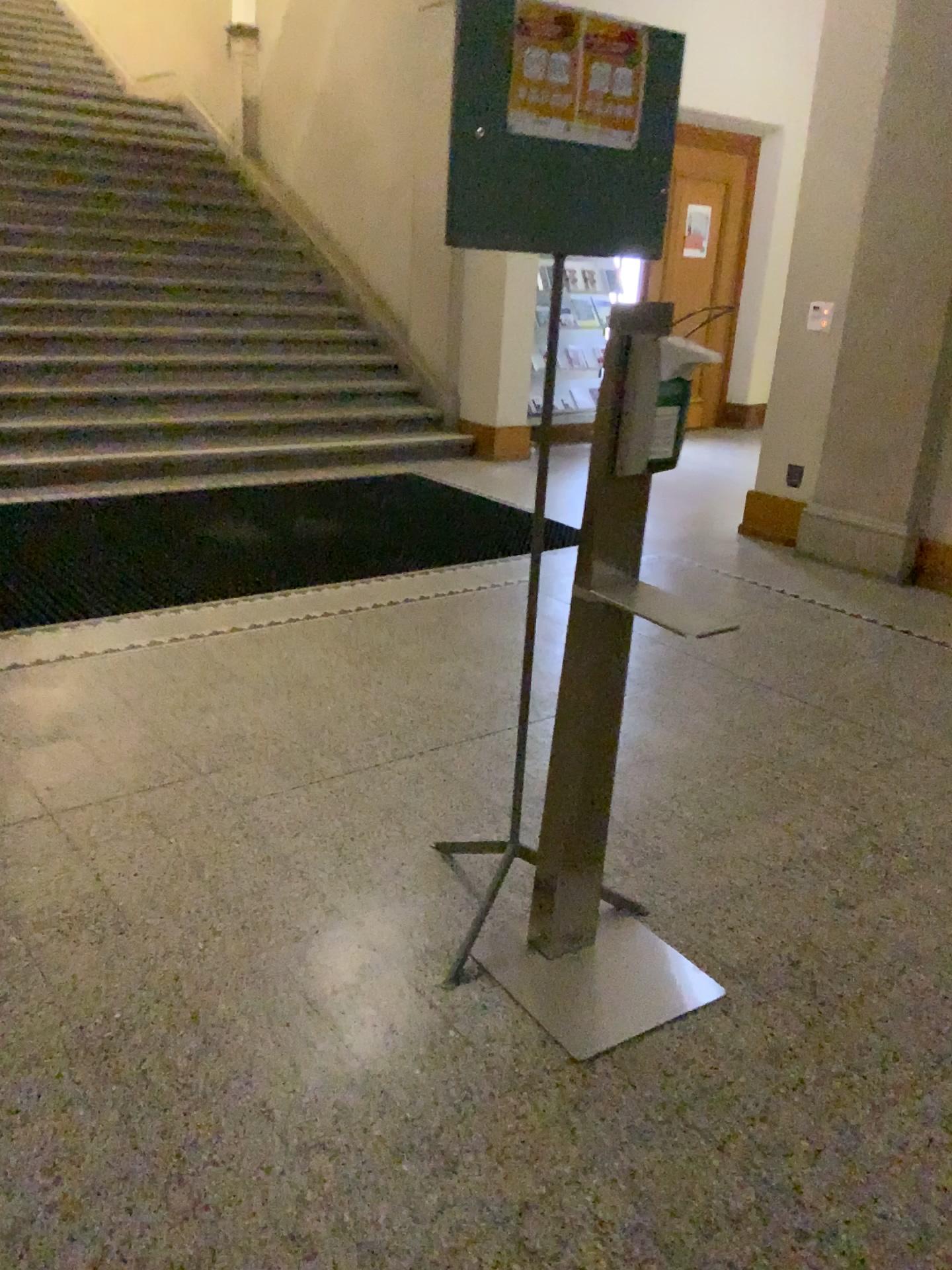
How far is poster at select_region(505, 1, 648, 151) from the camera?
1.9m

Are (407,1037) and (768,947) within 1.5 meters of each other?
yes

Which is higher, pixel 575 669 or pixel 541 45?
pixel 541 45

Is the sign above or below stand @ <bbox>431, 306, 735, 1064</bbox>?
above

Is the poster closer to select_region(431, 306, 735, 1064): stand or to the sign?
the sign

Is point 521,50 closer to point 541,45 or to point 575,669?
point 541,45

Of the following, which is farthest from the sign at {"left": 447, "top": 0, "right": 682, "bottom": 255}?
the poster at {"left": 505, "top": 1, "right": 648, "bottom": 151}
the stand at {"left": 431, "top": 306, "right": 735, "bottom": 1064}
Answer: the stand at {"left": 431, "top": 306, "right": 735, "bottom": 1064}

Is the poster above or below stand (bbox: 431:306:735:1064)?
above

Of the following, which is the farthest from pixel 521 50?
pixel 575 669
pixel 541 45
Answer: pixel 575 669
